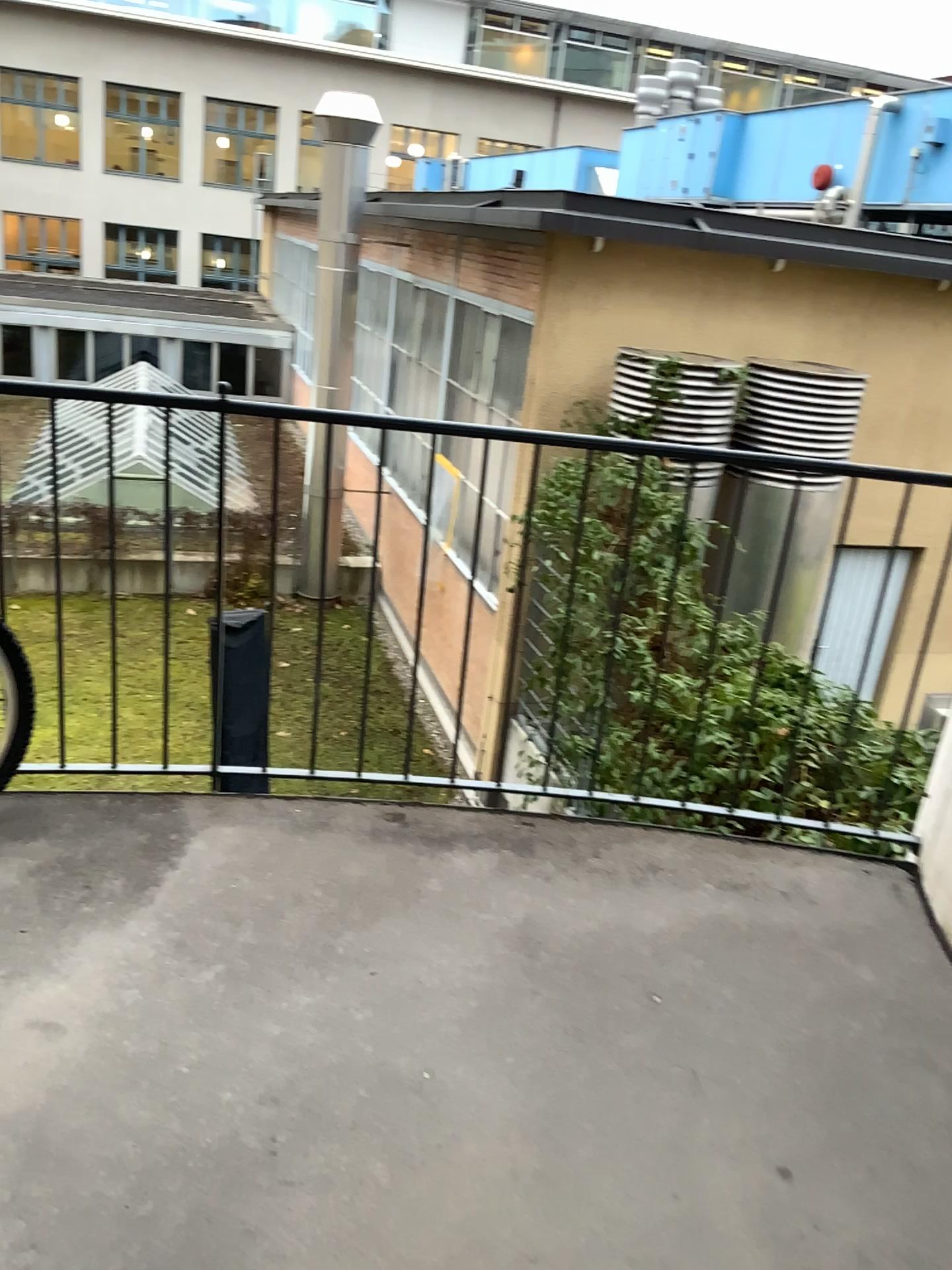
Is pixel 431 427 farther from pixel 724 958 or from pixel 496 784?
pixel 724 958
